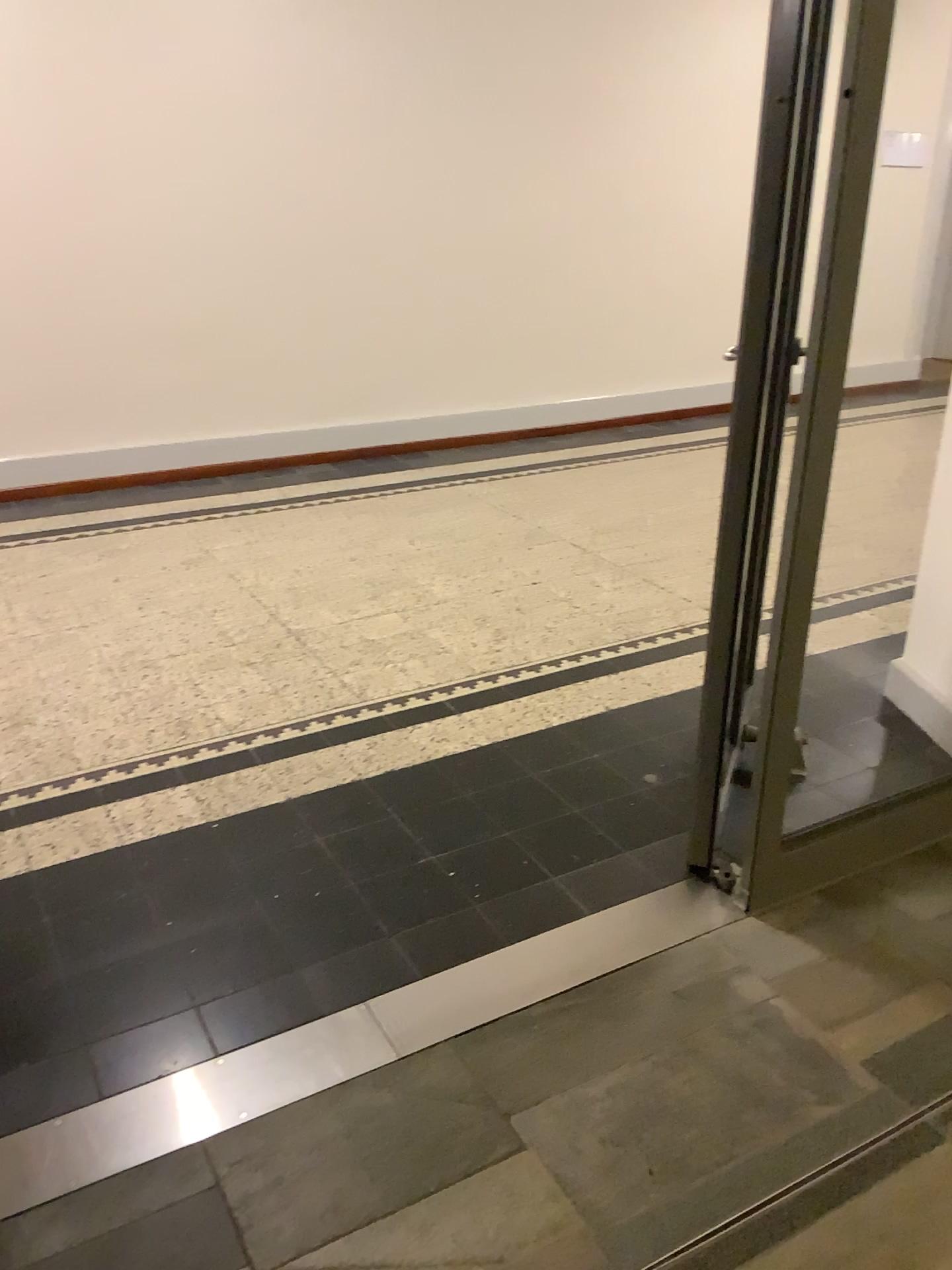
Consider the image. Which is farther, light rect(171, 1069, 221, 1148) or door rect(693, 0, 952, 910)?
door rect(693, 0, 952, 910)

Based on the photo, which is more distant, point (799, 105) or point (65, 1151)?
point (799, 105)

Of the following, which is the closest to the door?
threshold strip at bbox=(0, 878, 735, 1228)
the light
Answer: threshold strip at bbox=(0, 878, 735, 1228)

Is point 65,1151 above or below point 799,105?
below

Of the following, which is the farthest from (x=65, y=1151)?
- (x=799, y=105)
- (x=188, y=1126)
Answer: (x=799, y=105)

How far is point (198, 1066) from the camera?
1.8m

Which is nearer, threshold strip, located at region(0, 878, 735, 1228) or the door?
threshold strip, located at region(0, 878, 735, 1228)

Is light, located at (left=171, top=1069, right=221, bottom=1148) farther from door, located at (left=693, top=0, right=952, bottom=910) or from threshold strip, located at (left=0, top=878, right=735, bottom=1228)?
door, located at (left=693, top=0, right=952, bottom=910)
